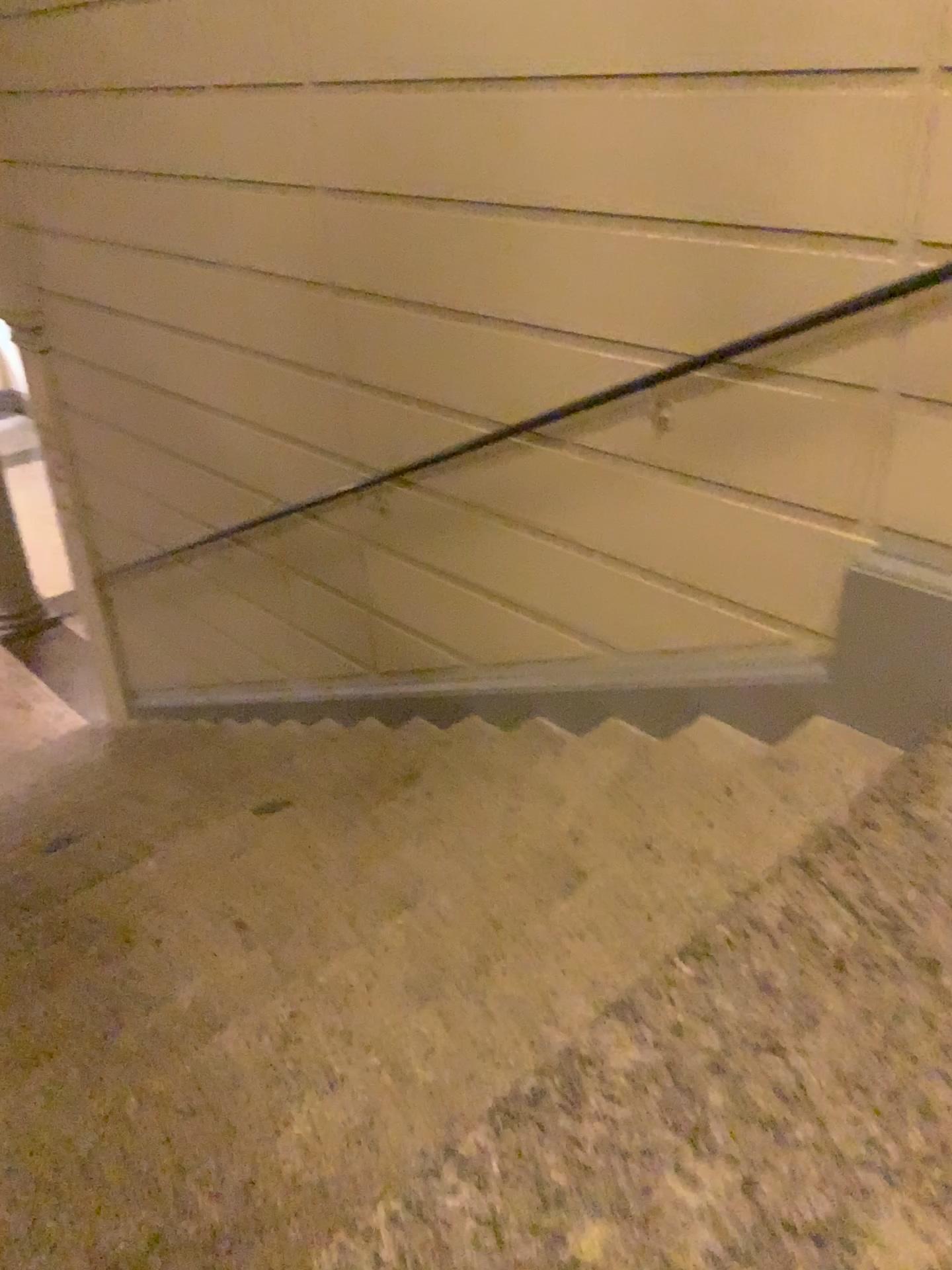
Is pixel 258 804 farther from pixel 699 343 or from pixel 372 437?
pixel 699 343
